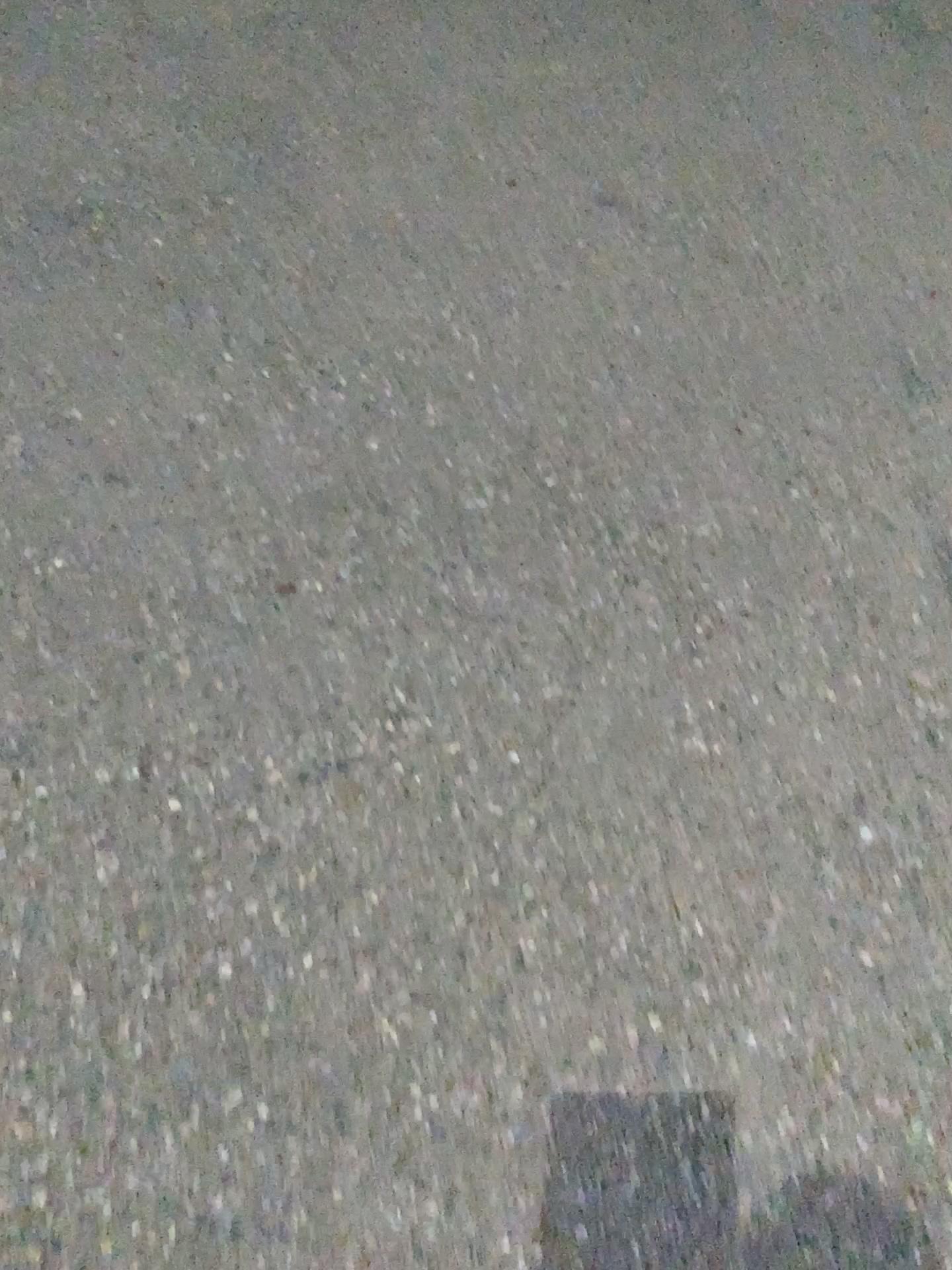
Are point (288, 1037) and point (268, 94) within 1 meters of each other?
no
